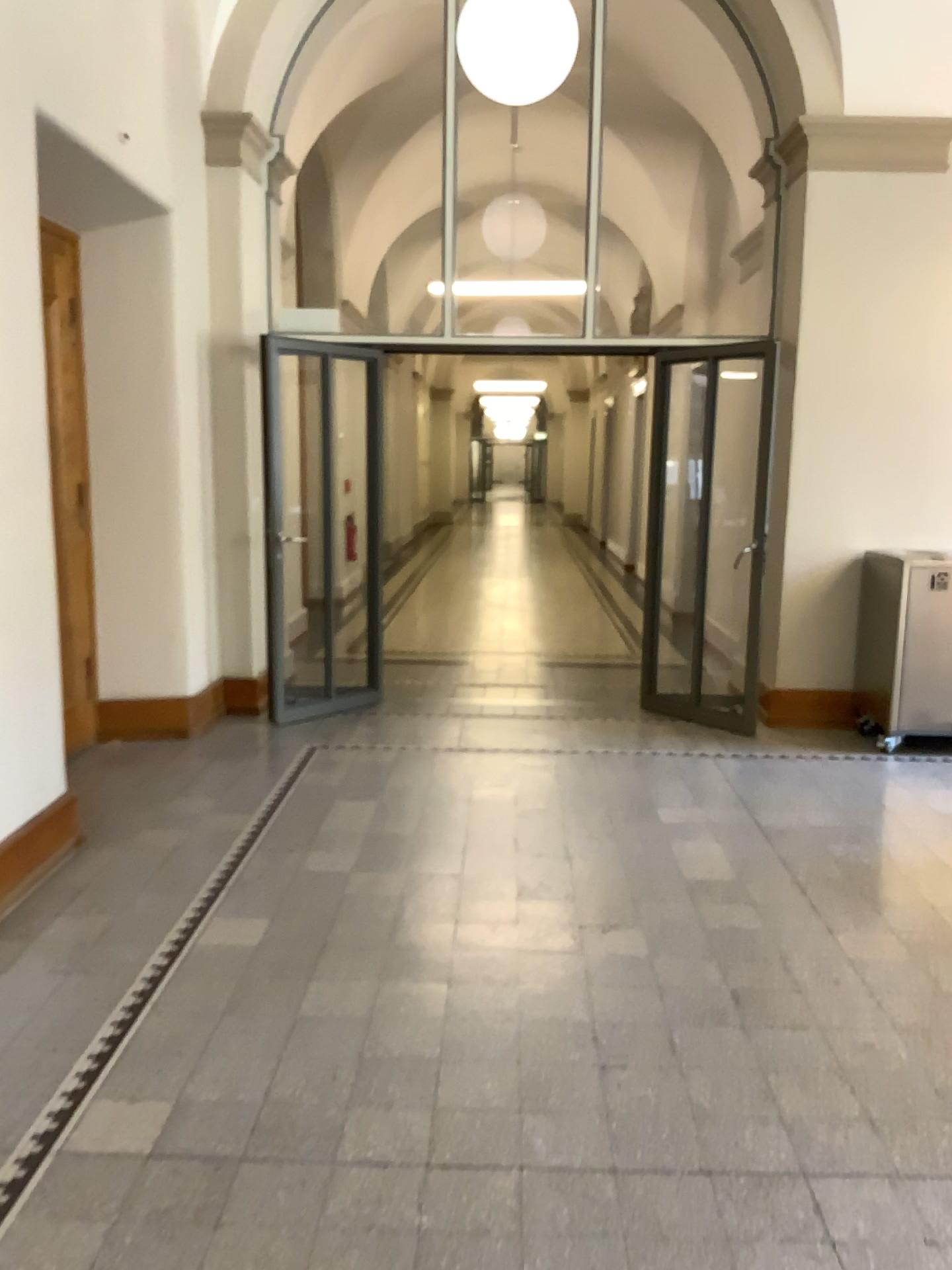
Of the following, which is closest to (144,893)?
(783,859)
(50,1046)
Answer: (50,1046)
